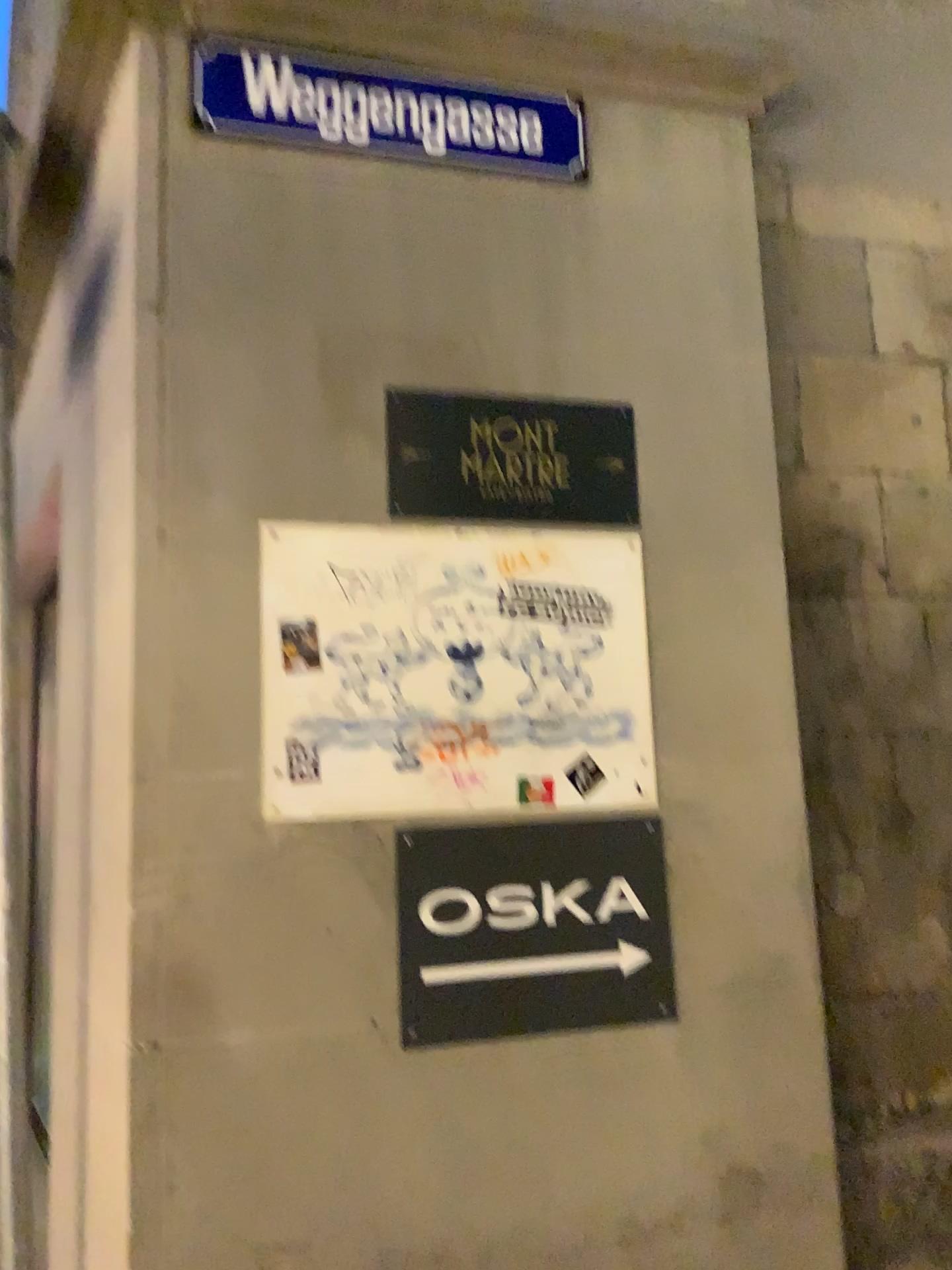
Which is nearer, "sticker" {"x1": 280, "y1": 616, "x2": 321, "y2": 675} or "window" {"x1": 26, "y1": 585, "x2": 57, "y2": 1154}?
"sticker" {"x1": 280, "y1": 616, "x2": 321, "y2": 675}

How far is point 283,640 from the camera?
2.0m

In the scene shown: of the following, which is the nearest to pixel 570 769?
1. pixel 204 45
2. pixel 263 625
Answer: pixel 263 625

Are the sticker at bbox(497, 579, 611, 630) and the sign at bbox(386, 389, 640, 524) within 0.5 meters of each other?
yes

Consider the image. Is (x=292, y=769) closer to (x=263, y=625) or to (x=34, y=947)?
(x=263, y=625)

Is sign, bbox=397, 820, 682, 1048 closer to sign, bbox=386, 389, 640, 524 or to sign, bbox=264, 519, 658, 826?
sign, bbox=264, 519, 658, 826

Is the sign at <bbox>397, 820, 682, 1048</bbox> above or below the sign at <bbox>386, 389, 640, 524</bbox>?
below

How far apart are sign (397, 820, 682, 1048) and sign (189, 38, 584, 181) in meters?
1.4

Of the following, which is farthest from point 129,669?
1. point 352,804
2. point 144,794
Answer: point 352,804

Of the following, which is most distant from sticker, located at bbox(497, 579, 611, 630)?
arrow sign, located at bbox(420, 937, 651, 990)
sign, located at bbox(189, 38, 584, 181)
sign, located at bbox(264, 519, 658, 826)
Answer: sign, located at bbox(189, 38, 584, 181)
